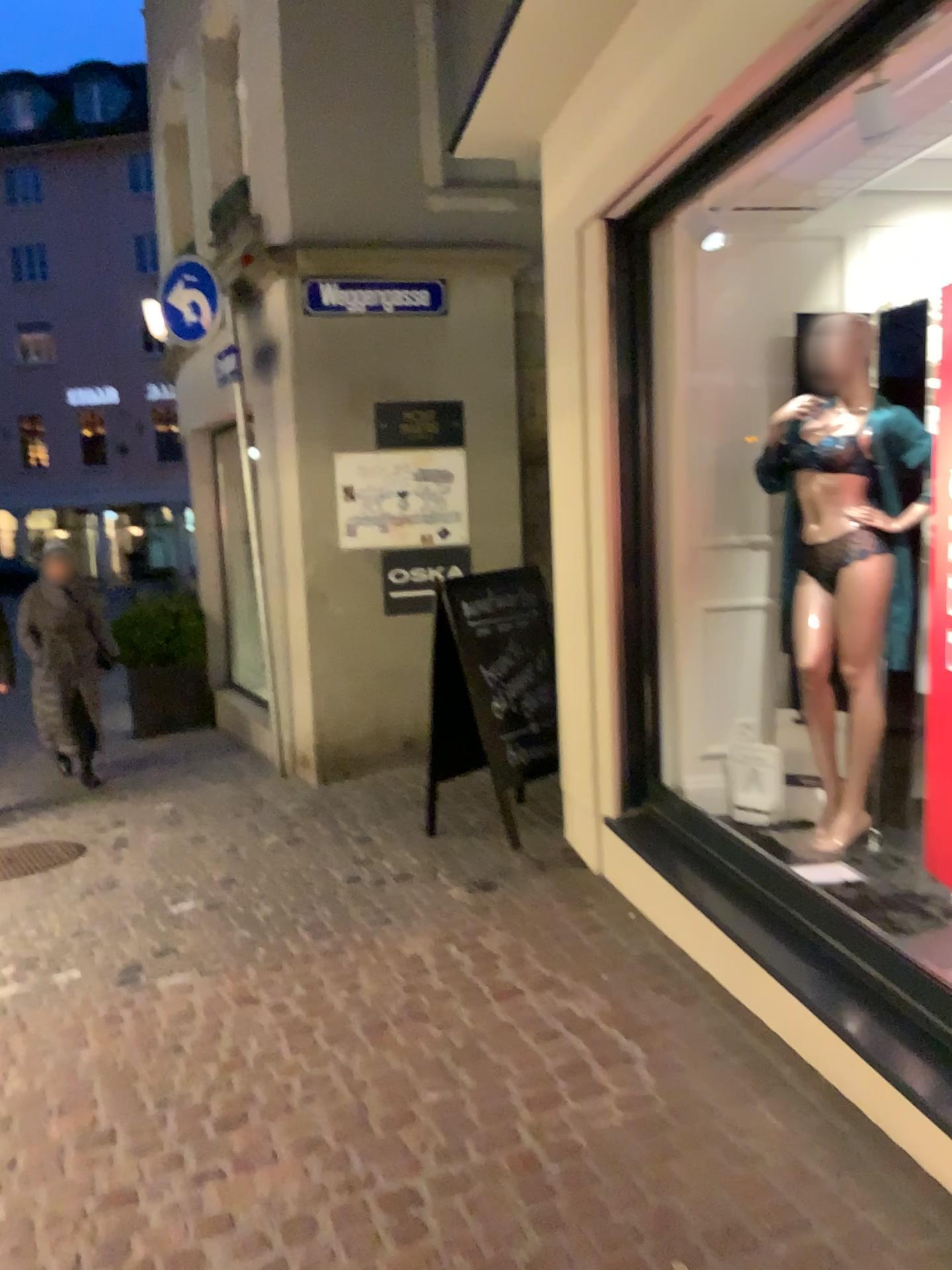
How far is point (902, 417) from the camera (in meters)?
3.42

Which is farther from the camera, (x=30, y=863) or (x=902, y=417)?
(x=30, y=863)

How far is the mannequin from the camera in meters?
3.4

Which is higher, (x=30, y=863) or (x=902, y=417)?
(x=902, y=417)

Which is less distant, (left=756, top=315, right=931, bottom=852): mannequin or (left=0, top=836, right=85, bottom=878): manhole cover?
(left=756, top=315, right=931, bottom=852): mannequin

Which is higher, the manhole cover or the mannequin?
the mannequin

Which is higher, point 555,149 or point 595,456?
point 555,149
